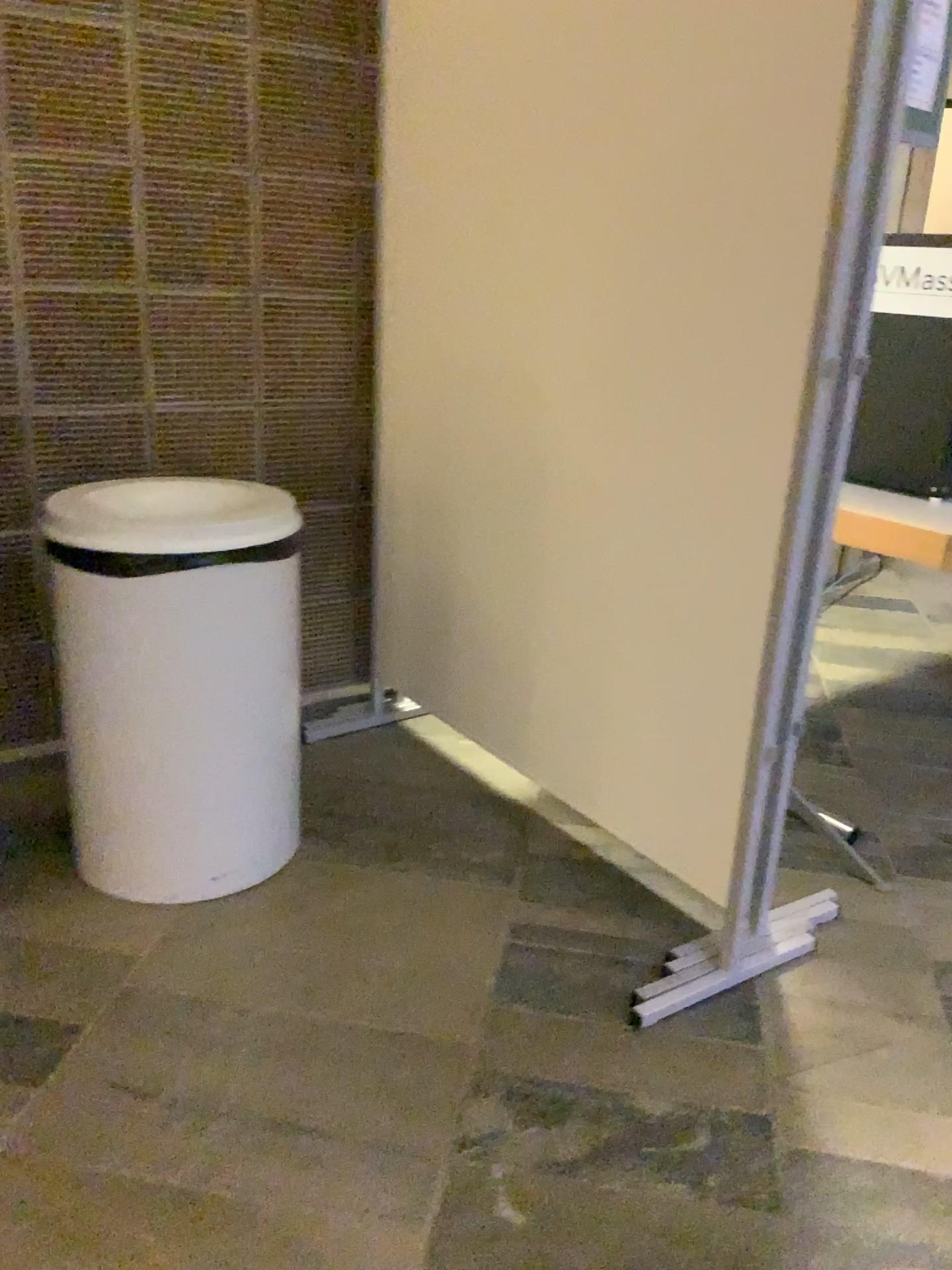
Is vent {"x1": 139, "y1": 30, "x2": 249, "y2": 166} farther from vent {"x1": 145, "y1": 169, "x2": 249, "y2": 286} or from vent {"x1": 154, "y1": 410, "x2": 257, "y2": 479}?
vent {"x1": 154, "y1": 410, "x2": 257, "y2": 479}

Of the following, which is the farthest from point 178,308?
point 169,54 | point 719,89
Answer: point 719,89

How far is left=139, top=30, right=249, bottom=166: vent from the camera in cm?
216

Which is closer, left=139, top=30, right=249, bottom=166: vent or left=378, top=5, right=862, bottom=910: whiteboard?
left=378, top=5, right=862, bottom=910: whiteboard

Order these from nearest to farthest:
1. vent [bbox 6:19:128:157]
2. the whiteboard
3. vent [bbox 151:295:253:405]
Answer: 1. the whiteboard
2. vent [bbox 6:19:128:157]
3. vent [bbox 151:295:253:405]

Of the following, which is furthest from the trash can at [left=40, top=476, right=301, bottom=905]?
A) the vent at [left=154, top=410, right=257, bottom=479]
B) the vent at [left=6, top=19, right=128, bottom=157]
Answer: the vent at [left=6, top=19, right=128, bottom=157]

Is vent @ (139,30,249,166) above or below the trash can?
above

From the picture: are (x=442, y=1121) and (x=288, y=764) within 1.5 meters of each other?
yes

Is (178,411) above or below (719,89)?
below

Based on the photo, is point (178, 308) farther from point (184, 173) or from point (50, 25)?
point (50, 25)
